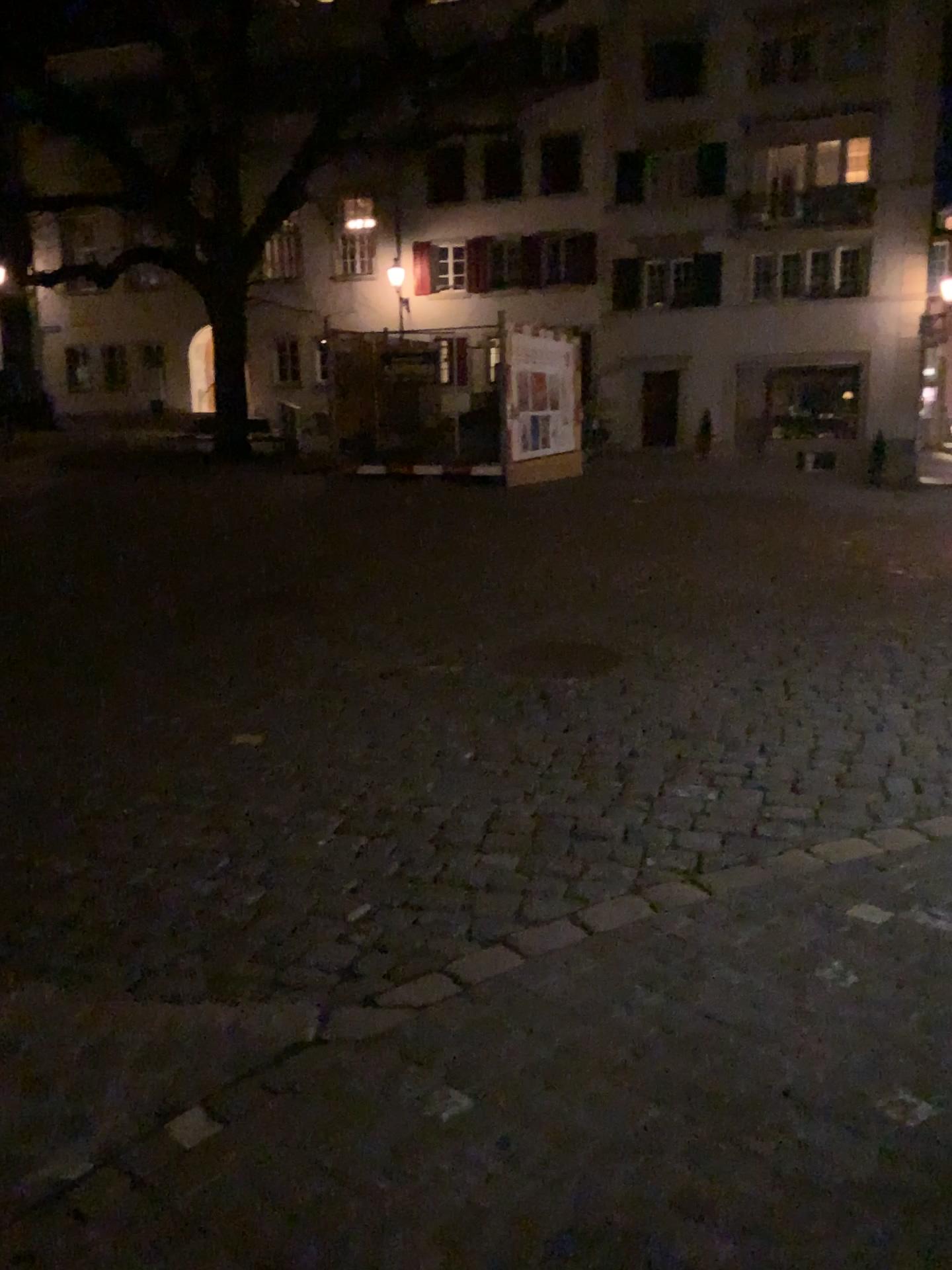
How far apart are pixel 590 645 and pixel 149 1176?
4.1m
